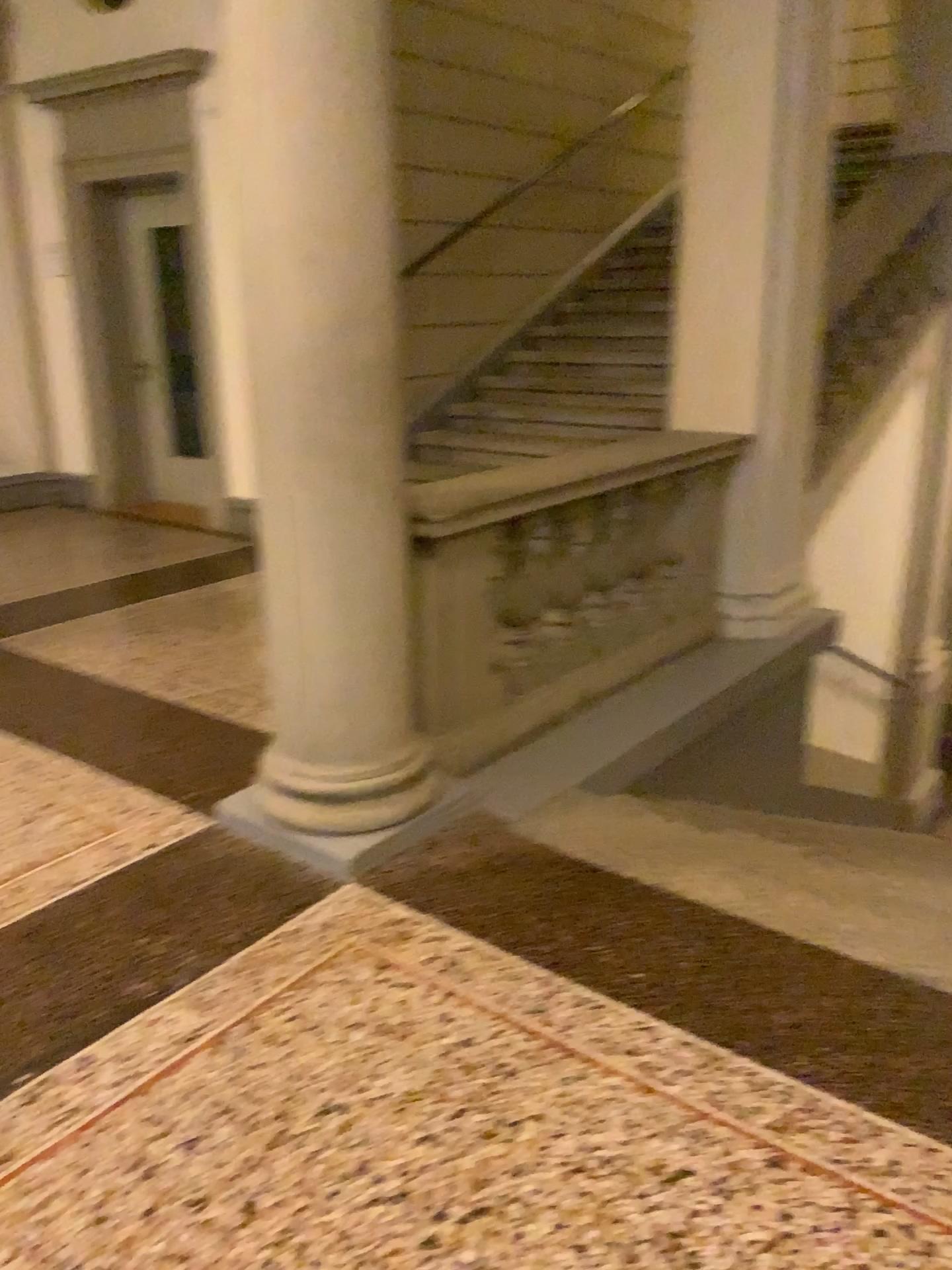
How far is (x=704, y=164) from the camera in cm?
436

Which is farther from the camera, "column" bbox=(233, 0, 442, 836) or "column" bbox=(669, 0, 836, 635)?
"column" bbox=(669, 0, 836, 635)

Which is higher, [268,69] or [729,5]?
[729,5]

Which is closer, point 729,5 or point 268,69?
point 268,69
